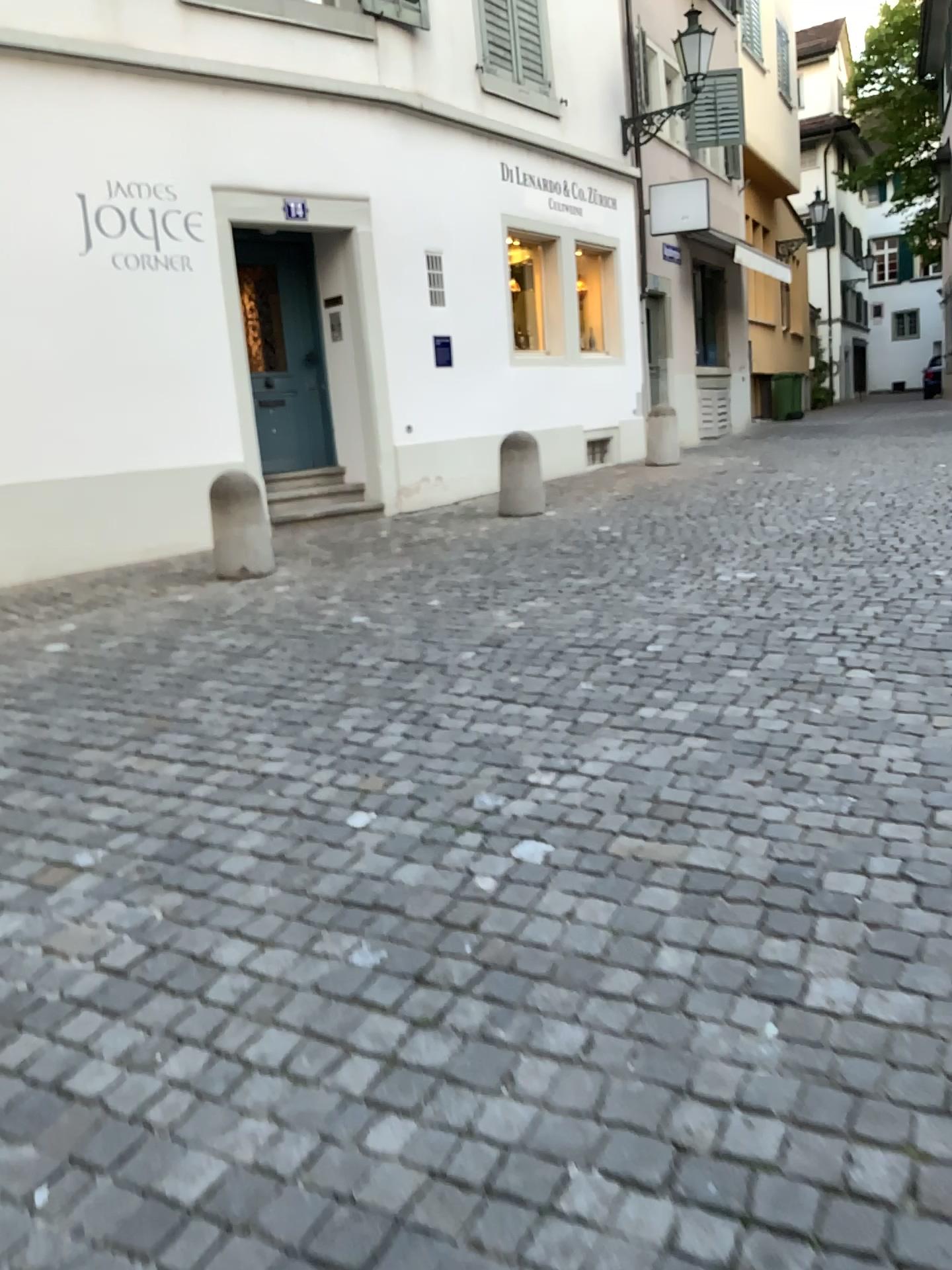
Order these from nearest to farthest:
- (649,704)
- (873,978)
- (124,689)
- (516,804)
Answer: (873,978), (516,804), (649,704), (124,689)
